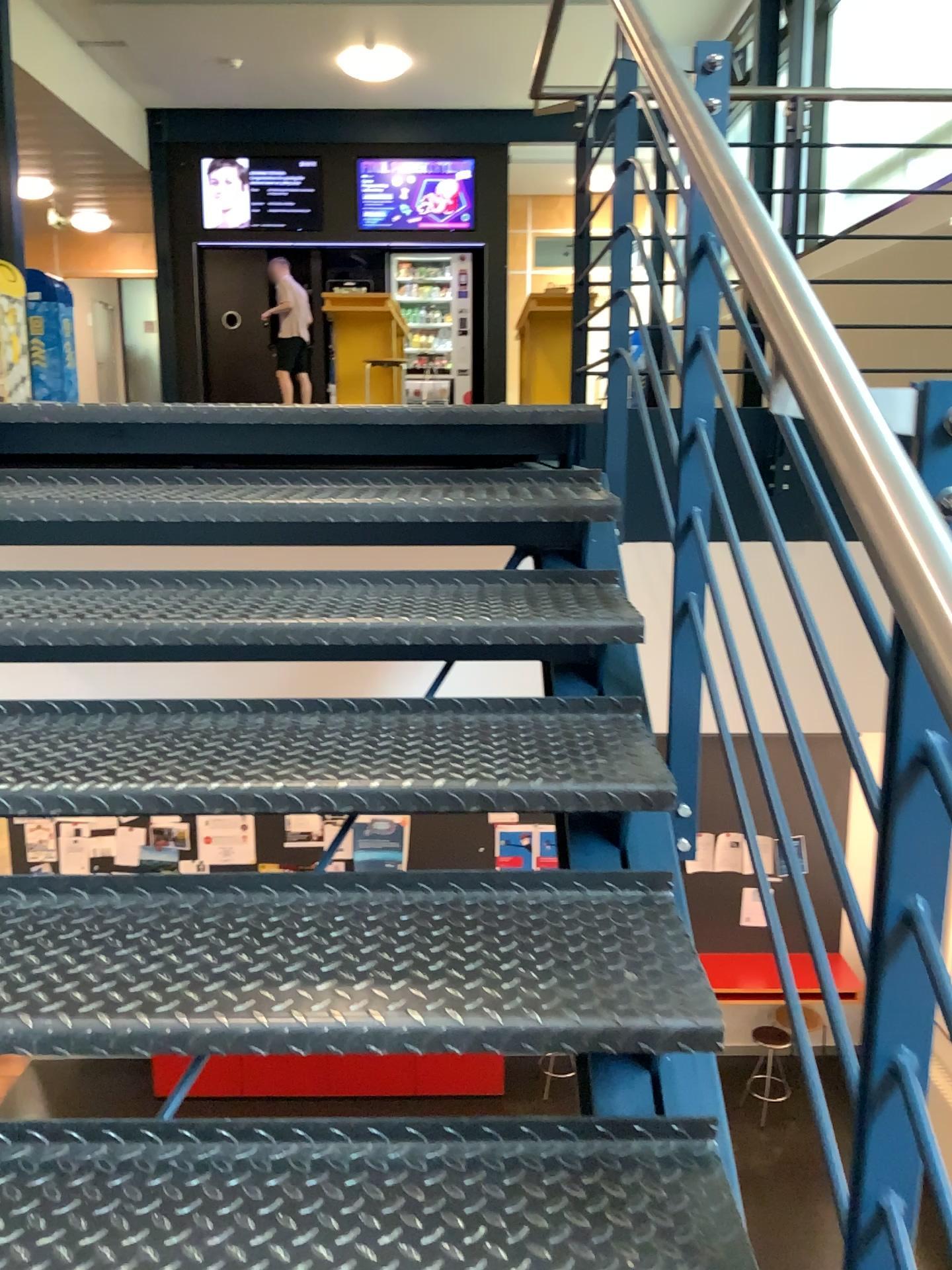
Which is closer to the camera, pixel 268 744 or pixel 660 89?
pixel 660 89
